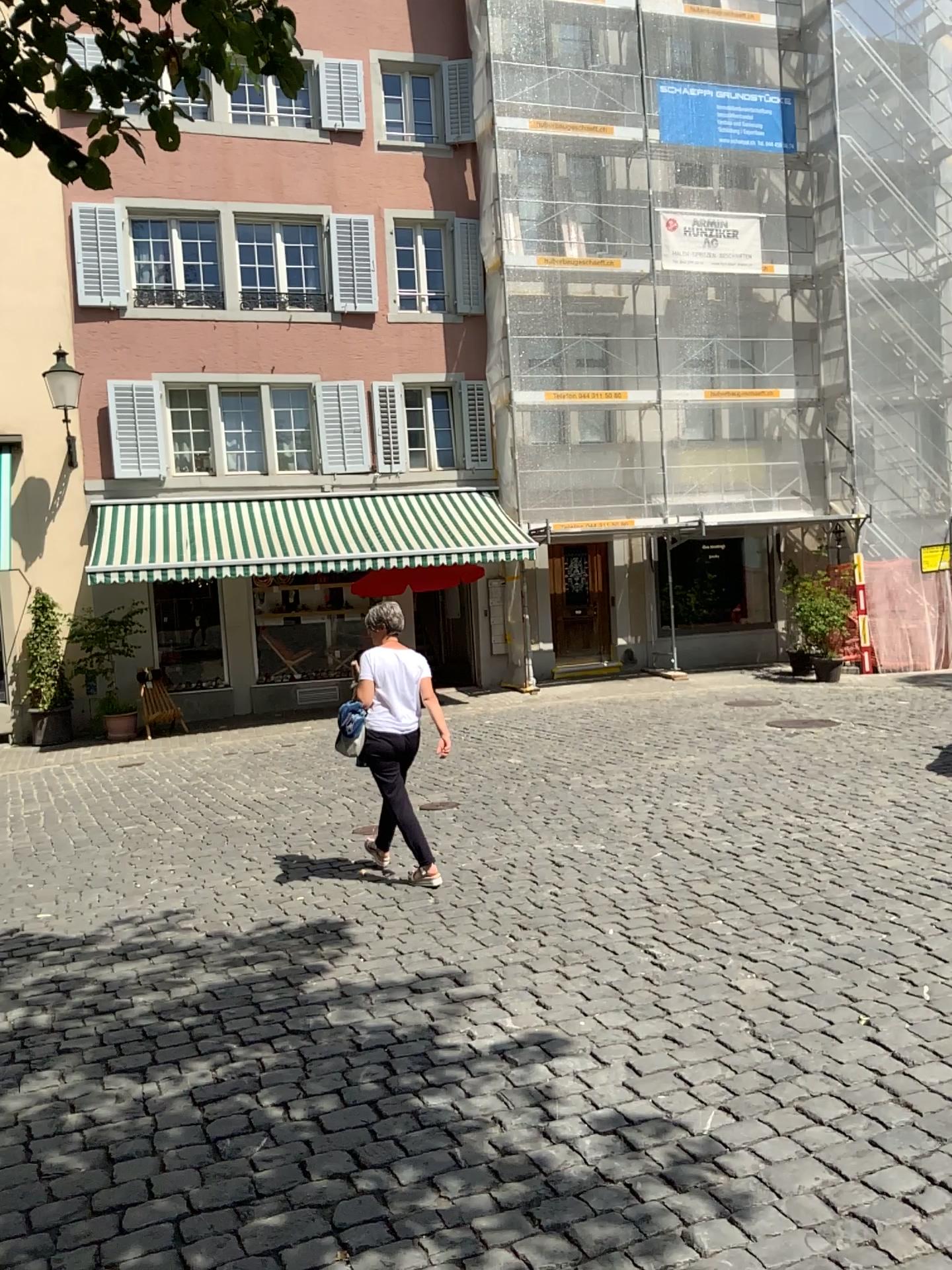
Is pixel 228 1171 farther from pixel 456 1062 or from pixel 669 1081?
pixel 669 1081
